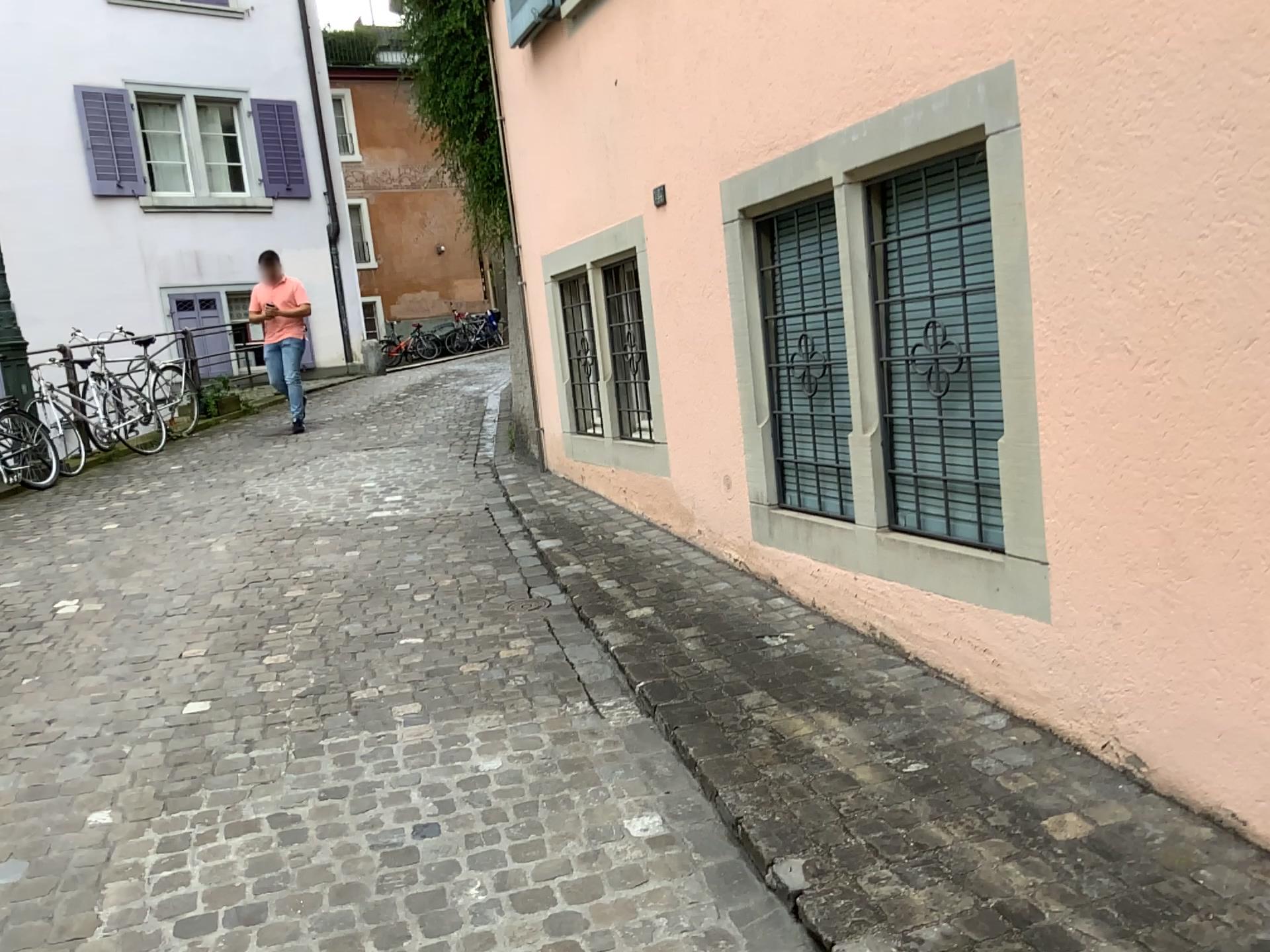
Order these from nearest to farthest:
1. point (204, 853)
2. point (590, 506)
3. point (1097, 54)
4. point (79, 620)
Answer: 1. point (1097, 54)
2. point (204, 853)
3. point (79, 620)
4. point (590, 506)
